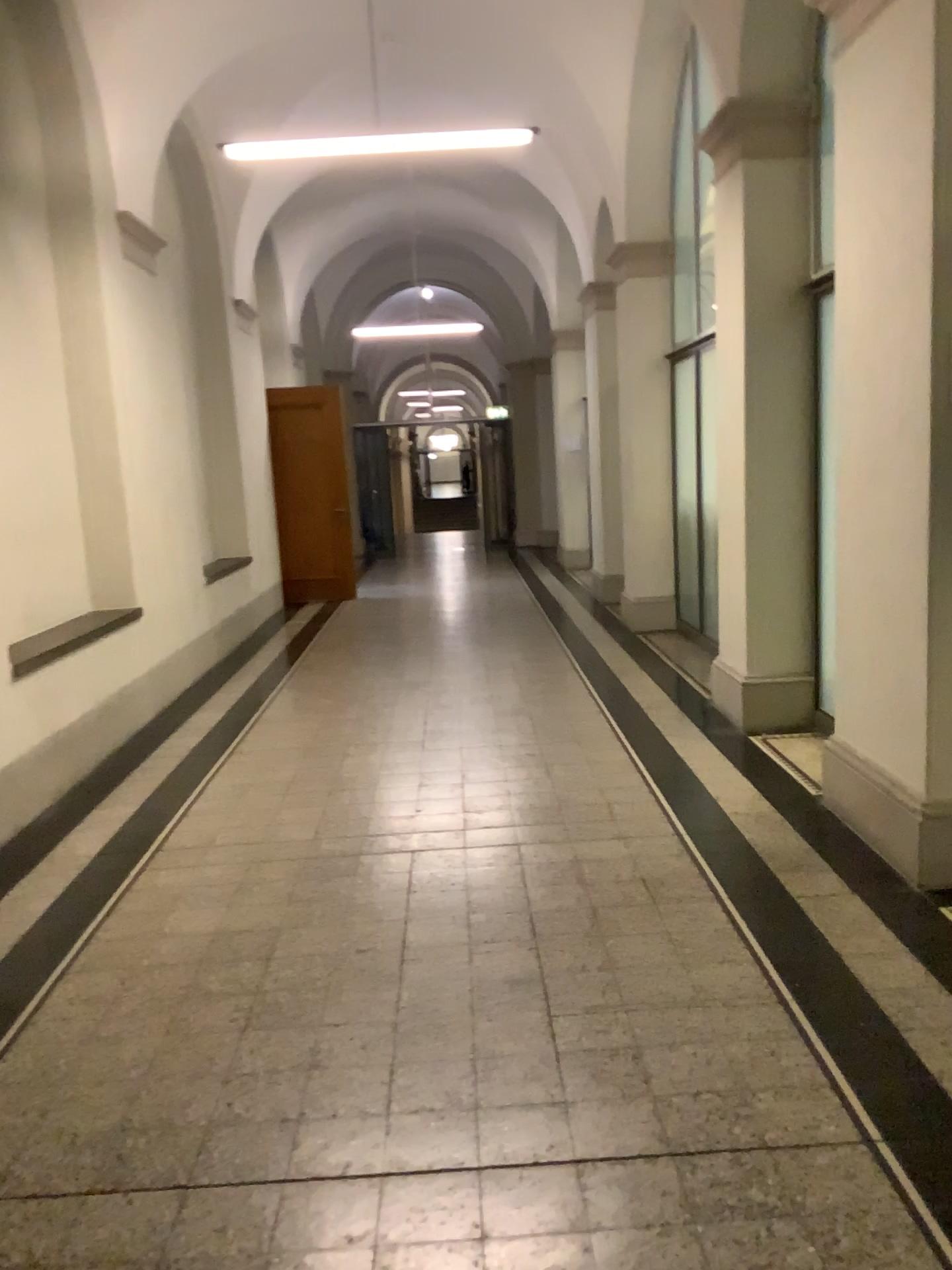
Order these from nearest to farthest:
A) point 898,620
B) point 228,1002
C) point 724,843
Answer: point 228,1002 → point 898,620 → point 724,843

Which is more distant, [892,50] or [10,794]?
[10,794]

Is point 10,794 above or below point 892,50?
below

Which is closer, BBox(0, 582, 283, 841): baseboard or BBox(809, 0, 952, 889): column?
BBox(809, 0, 952, 889): column
